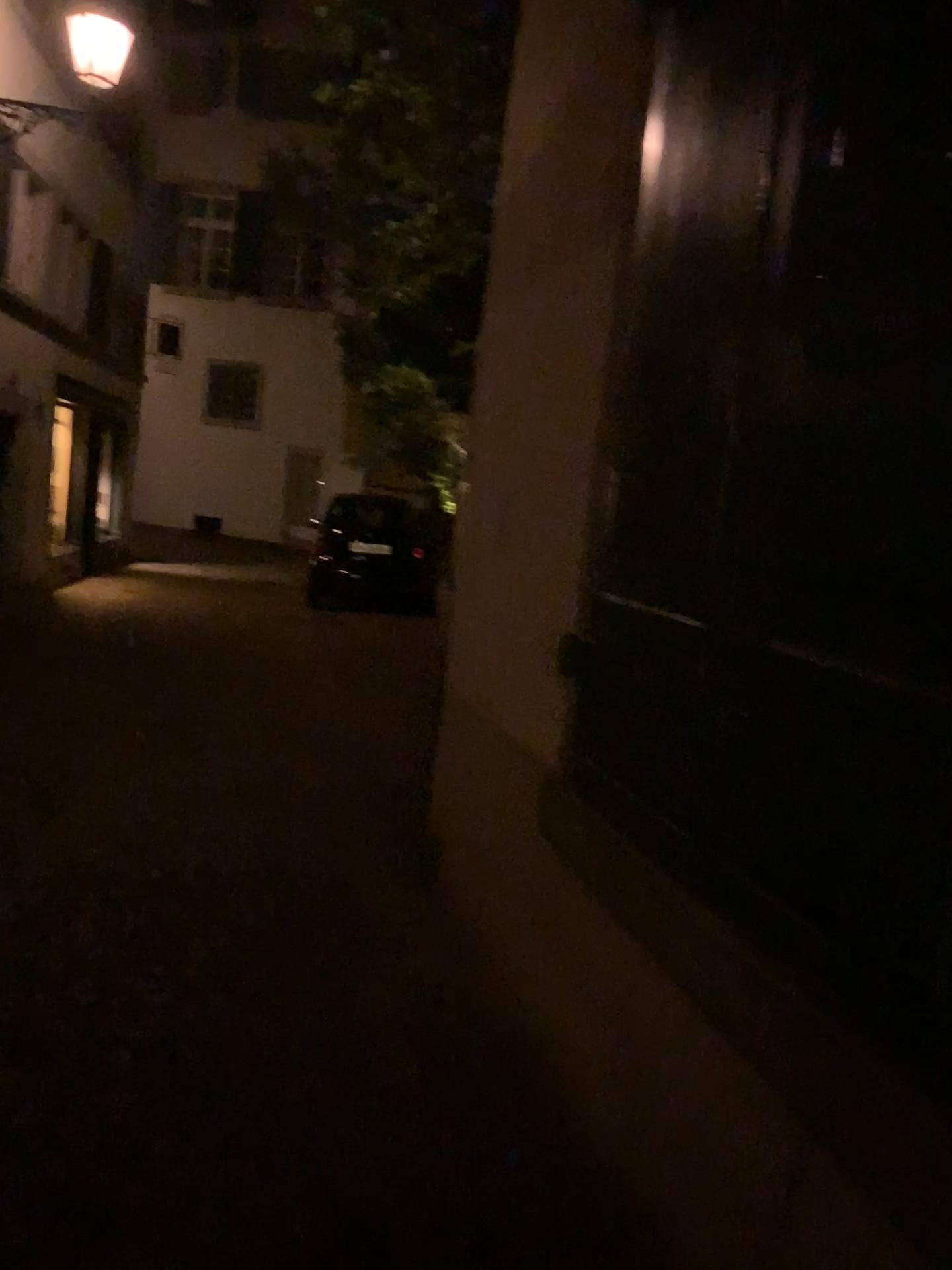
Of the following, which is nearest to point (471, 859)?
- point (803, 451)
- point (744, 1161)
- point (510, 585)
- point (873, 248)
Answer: point (510, 585)
